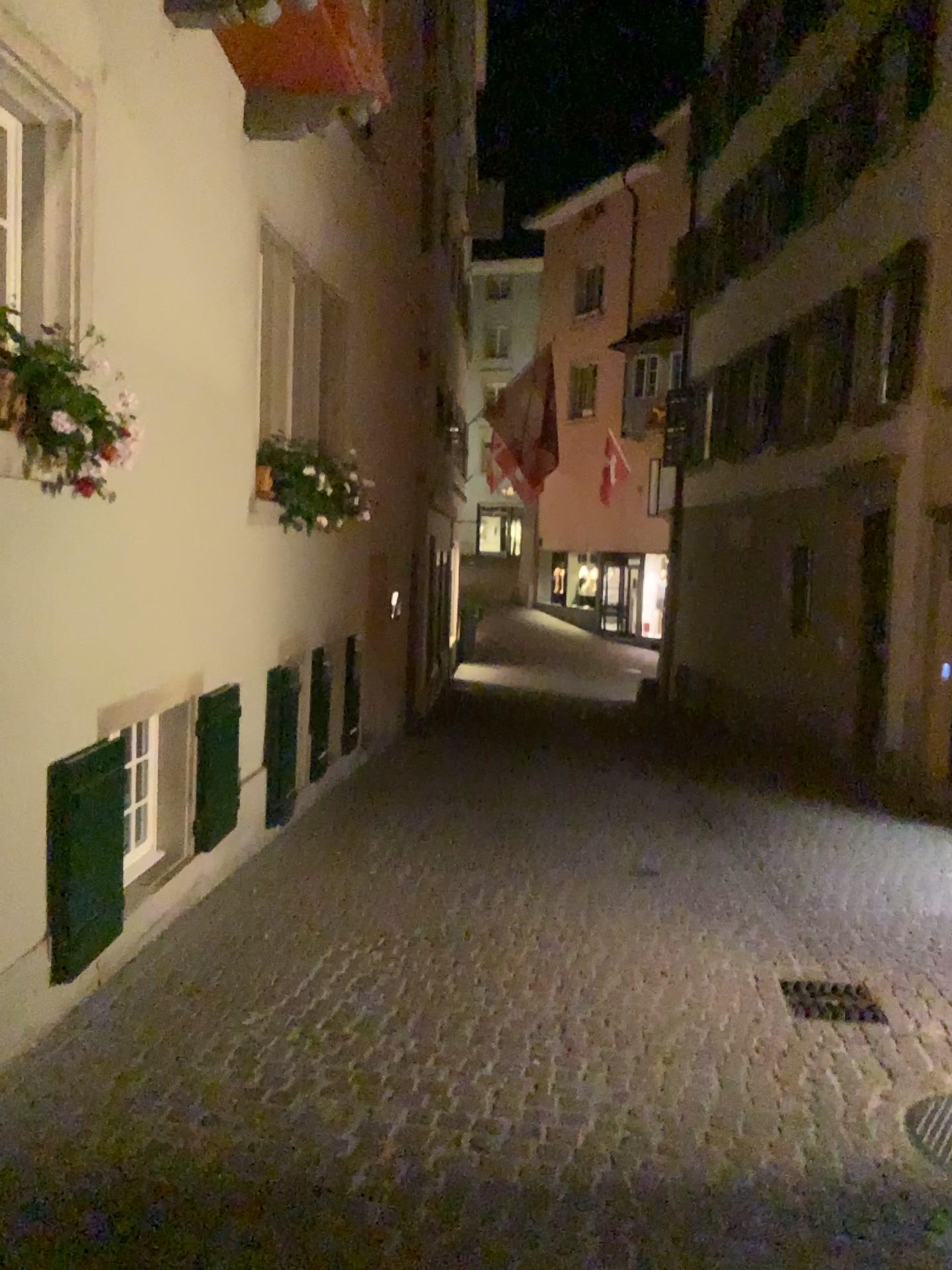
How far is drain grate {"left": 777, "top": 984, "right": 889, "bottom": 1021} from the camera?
4.5m

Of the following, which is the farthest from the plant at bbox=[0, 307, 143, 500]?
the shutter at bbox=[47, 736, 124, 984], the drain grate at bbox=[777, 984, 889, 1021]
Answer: the drain grate at bbox=[777, 984, 889, 1021]

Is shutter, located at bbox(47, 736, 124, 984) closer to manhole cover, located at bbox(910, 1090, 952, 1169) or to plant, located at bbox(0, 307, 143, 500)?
plant, located at bbox(0, 307, 143, 500)

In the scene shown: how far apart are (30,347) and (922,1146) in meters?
3.8

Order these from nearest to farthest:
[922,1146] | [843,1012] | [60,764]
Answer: [922,1146], [60,764], [843,1012]

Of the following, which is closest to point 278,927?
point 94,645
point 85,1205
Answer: point 94,645

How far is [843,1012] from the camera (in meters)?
4.46

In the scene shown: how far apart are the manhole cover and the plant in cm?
348

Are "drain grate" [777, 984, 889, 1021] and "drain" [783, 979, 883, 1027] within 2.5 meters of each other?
yes

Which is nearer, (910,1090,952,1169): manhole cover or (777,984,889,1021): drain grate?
(910,1090,952,1169): manhole cover
